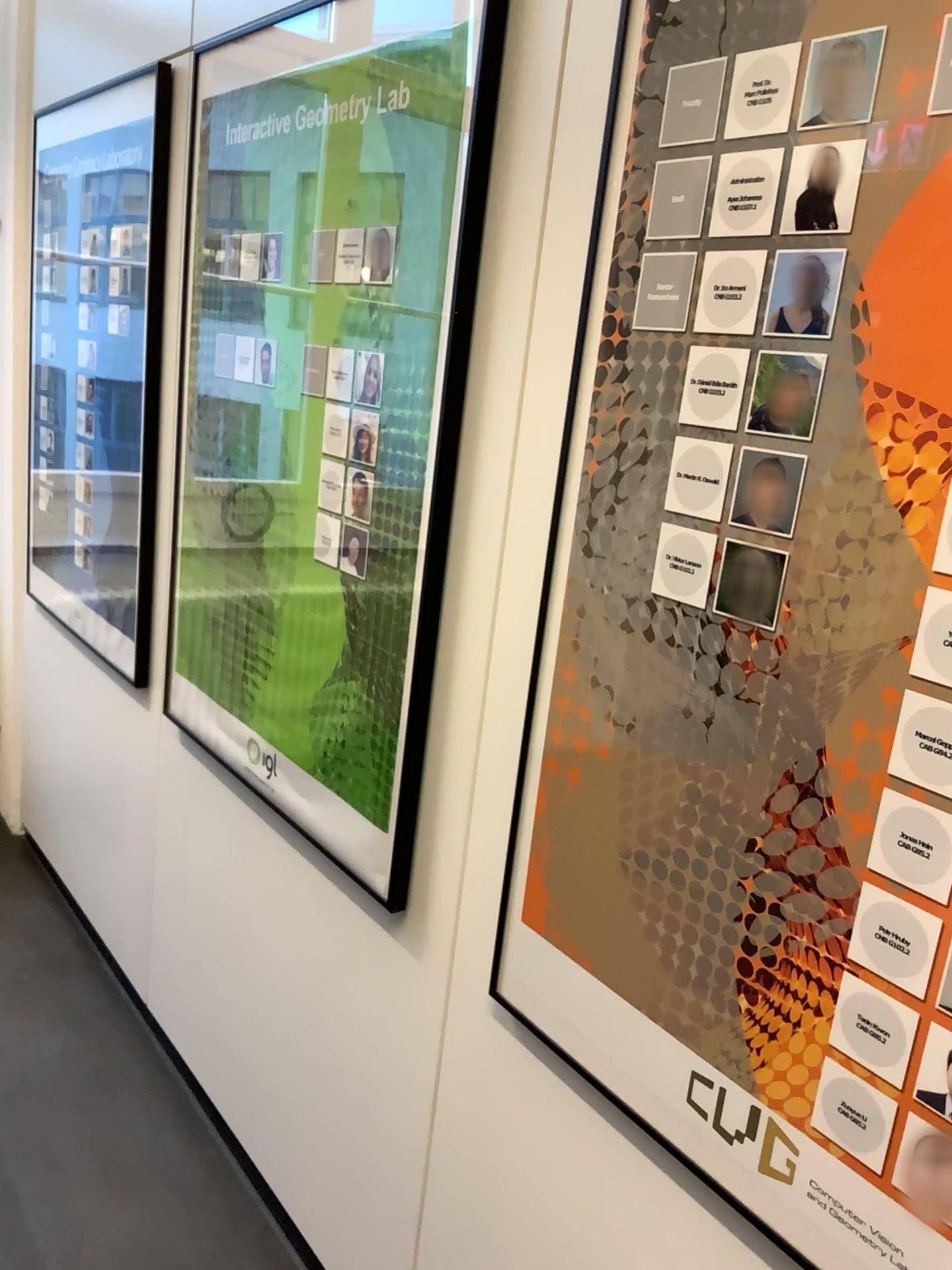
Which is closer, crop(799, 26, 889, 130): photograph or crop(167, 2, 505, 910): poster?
crop(799, 26, 889, 130): photograph

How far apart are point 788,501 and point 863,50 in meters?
0.4

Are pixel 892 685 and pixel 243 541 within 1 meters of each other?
no

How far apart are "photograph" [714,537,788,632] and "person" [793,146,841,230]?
0.3 meters

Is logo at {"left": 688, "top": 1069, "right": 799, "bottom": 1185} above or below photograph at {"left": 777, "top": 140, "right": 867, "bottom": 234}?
below

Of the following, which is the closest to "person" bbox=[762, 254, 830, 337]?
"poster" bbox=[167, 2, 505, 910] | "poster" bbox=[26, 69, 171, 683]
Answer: "poster" bbox=[167, 2, 505, 910]

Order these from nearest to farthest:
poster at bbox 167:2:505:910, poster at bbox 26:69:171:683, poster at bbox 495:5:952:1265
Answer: poster at bbox 495:5:952:1265
poster at bbox 167:2:505:910
poster at bbox 26:69:171:683

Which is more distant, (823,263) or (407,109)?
(407,109)

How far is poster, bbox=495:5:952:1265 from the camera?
0.88m

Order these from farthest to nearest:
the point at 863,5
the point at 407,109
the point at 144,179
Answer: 1. the point at 144,179
2. the point at 407,109
3. the point at 863,5
